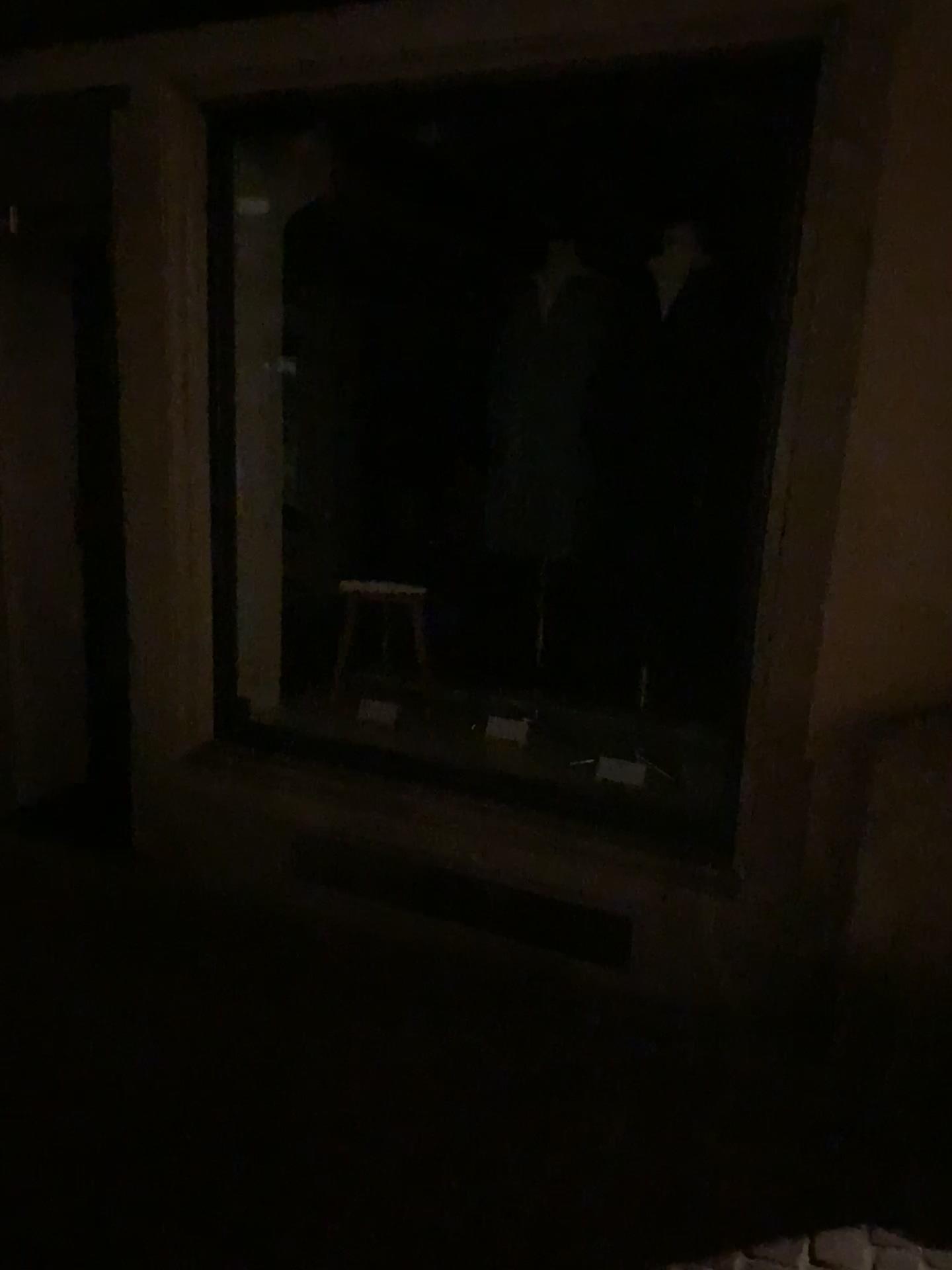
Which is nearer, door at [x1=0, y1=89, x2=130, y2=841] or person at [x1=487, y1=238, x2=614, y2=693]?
person at [x1=487, y1=238, x2=614, y2=693]

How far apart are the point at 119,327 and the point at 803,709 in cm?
232

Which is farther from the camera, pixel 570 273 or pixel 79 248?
pixel 79 248

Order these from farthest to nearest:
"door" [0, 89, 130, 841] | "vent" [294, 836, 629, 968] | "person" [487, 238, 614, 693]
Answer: "door" [0, 89, 130, 841] → "person" [487, 238, 614, 693] → "vent" [294, 836, 629, 968]

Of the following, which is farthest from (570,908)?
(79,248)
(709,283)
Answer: (79,248)

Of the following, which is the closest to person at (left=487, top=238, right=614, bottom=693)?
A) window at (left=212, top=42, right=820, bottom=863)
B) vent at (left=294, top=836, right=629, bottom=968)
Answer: window at (left=212, top=42, right=820, bottom=863)

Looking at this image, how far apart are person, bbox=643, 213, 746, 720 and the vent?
0.8m

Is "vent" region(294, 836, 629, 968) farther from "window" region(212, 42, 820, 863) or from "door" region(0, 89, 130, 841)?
"door" region(0, 89, 130, 841)

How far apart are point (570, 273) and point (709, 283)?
0.5m

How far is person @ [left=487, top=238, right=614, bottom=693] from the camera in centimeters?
335cm
